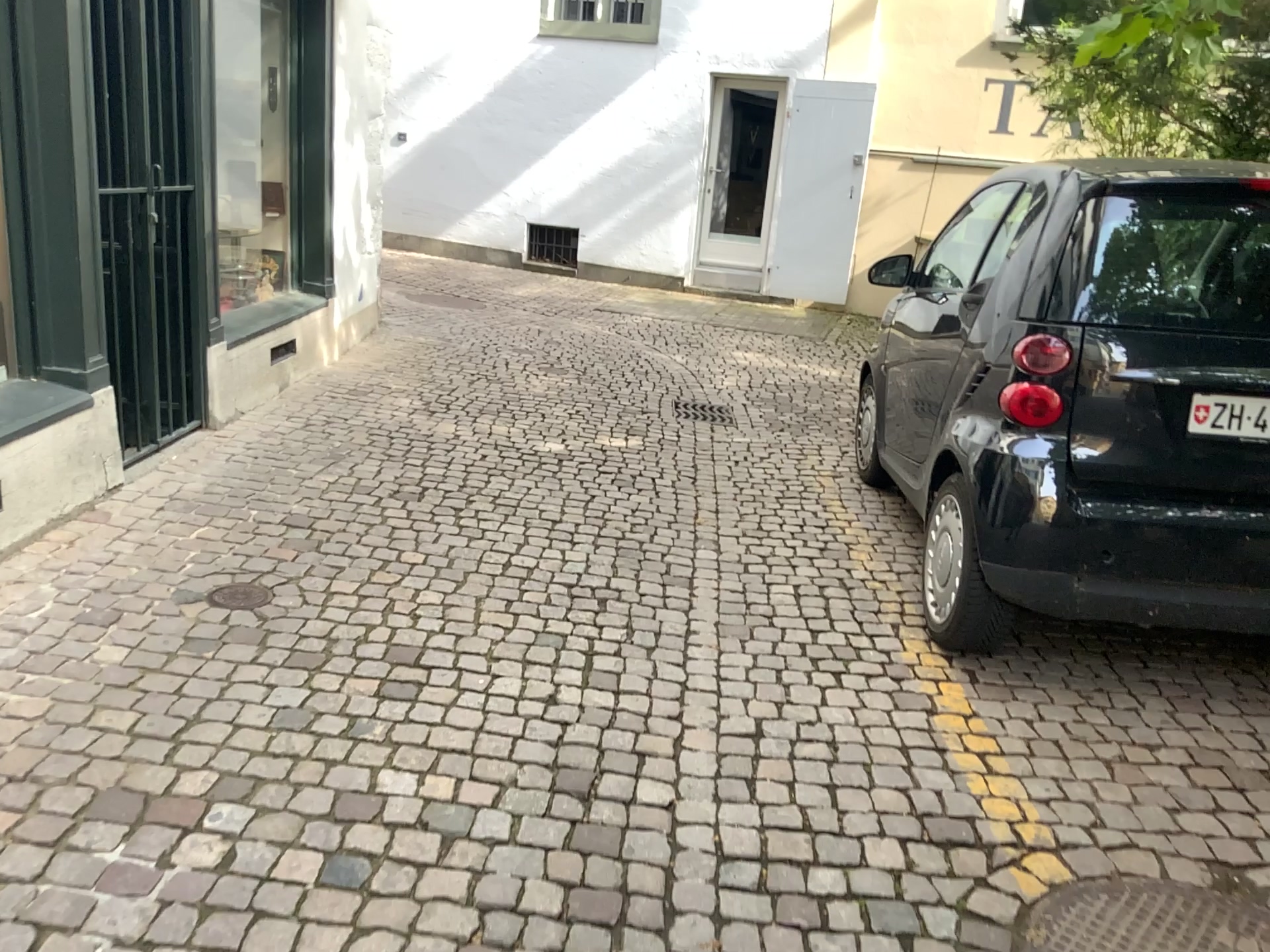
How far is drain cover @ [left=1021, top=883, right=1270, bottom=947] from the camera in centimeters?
210cm

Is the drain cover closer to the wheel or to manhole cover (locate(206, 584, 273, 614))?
the wheel

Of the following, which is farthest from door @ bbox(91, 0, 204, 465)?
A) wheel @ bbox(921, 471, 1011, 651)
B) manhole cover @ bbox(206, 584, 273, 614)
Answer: wheel @ bbox(921, 471, 1011, 651)

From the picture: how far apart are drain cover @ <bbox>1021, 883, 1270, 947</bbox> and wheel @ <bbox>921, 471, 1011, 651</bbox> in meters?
1.0 m

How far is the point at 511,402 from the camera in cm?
617

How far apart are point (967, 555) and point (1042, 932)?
1.28m

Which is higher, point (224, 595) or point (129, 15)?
point (129, 15)

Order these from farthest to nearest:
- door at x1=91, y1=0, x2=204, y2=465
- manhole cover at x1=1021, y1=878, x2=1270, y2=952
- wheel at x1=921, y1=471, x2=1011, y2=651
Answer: door at x1=91, y1=0, x2=204, y2=465
wheel at x1=921, y1=471, x2=1011, y2=651
manhole cover at x1=1021, y1=878, x2=1270, y2=952

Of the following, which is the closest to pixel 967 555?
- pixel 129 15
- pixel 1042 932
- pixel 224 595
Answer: pixel 1042 932

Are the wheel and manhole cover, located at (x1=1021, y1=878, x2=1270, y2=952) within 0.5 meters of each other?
no
